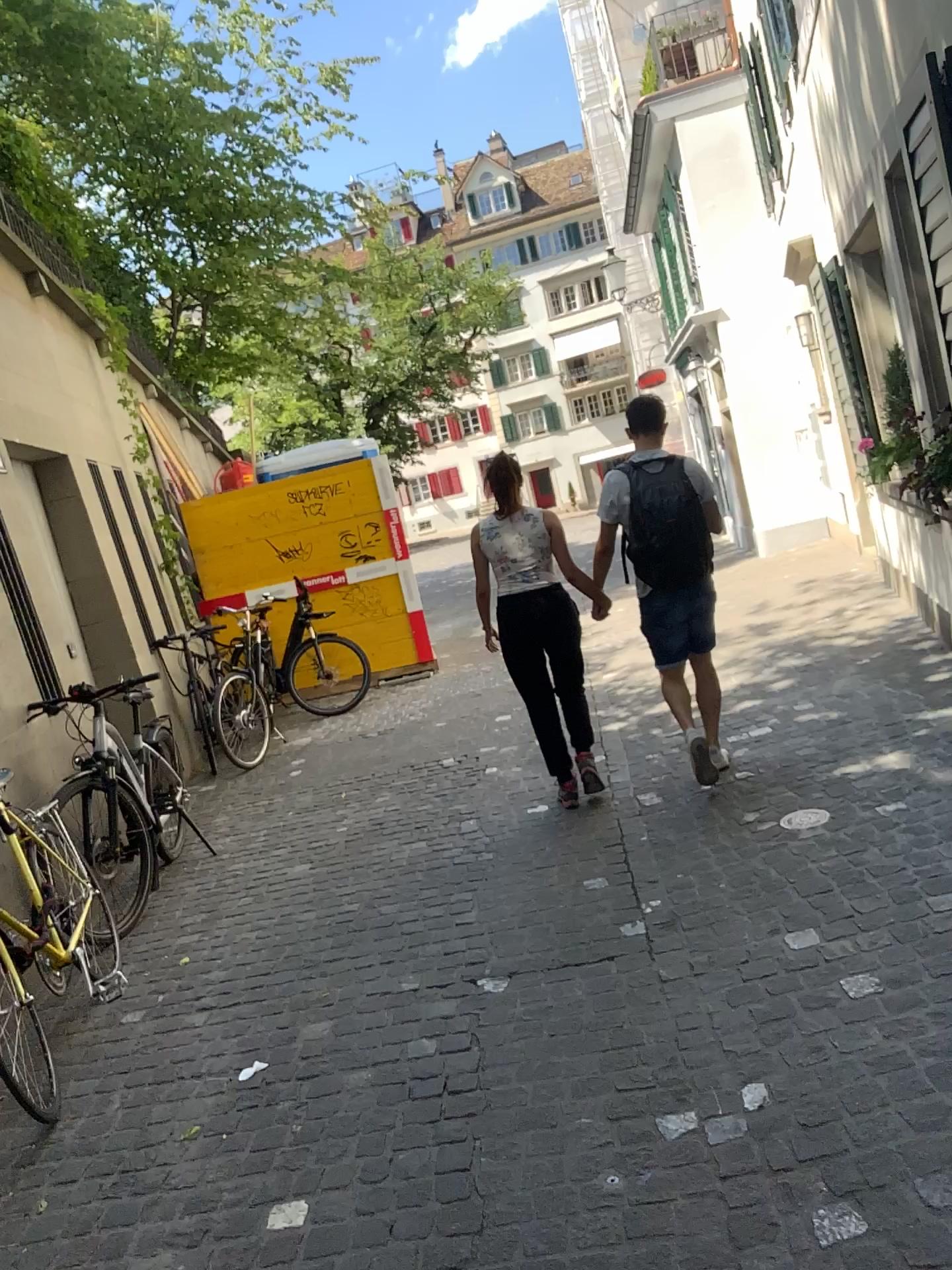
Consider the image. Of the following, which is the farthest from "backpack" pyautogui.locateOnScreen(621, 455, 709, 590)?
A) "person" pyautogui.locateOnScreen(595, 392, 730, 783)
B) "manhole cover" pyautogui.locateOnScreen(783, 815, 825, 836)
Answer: "manhole cover" pyautogui.locateOnScreen(783, 815, 825, 836)

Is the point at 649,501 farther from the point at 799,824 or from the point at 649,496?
the point at 799,824

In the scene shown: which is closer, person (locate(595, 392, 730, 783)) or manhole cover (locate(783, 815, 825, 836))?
manhole cover (locate(783, 815, 825, 836))

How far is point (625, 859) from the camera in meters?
4.2

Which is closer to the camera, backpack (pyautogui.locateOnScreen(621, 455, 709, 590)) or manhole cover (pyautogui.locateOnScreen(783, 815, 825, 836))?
manhole cover (pyautogui.locateOnScreen(783, 815, 825, 836))

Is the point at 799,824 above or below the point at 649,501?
below

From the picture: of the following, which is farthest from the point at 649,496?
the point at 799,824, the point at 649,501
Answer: the point at 799,824

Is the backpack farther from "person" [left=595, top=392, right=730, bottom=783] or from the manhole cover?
the manhole cover

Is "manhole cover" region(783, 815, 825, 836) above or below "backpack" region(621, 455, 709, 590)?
below
